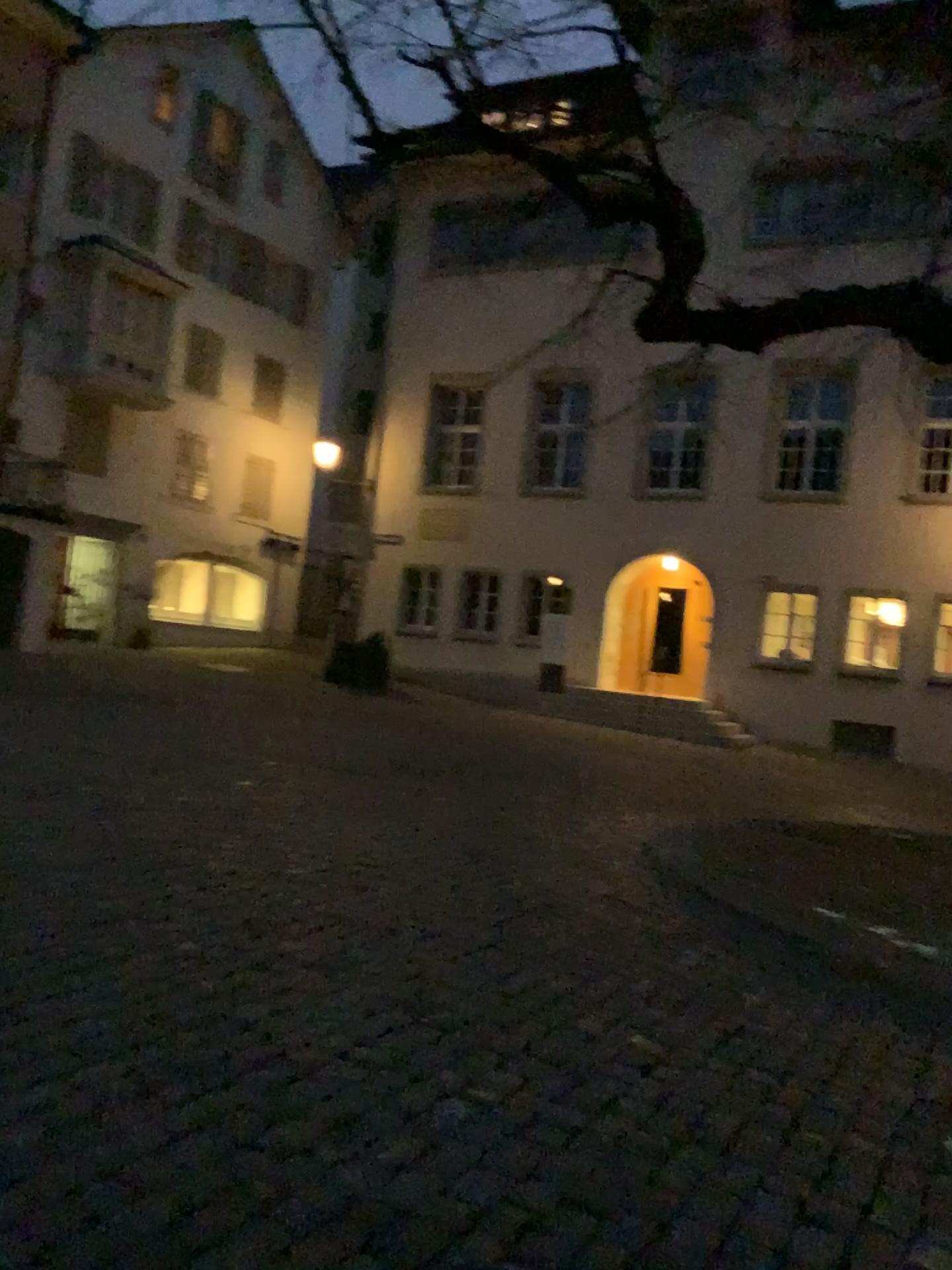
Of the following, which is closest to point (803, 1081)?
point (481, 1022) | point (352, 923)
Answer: point (481, 1022)
